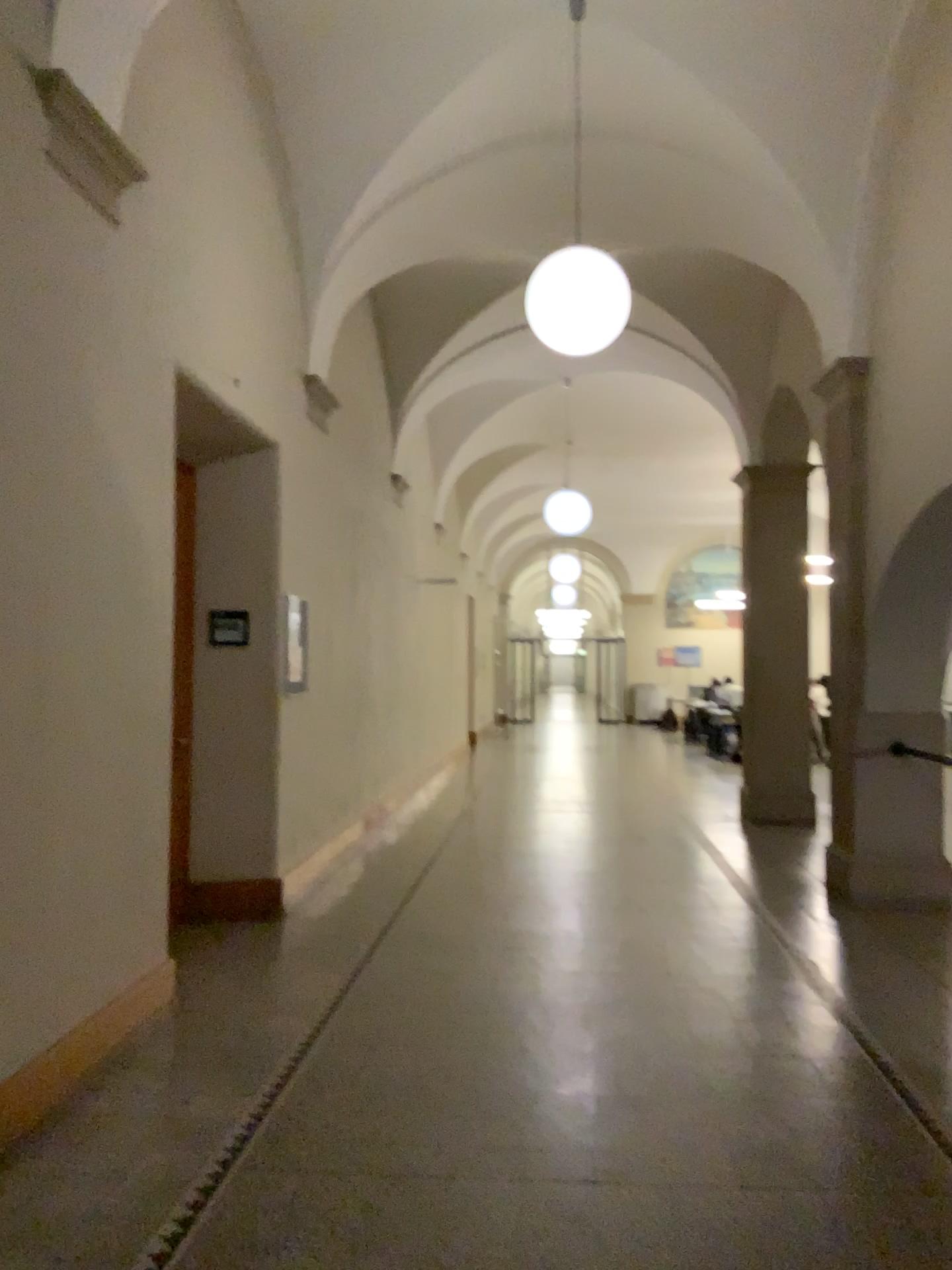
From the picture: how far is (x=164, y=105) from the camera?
4.5m
